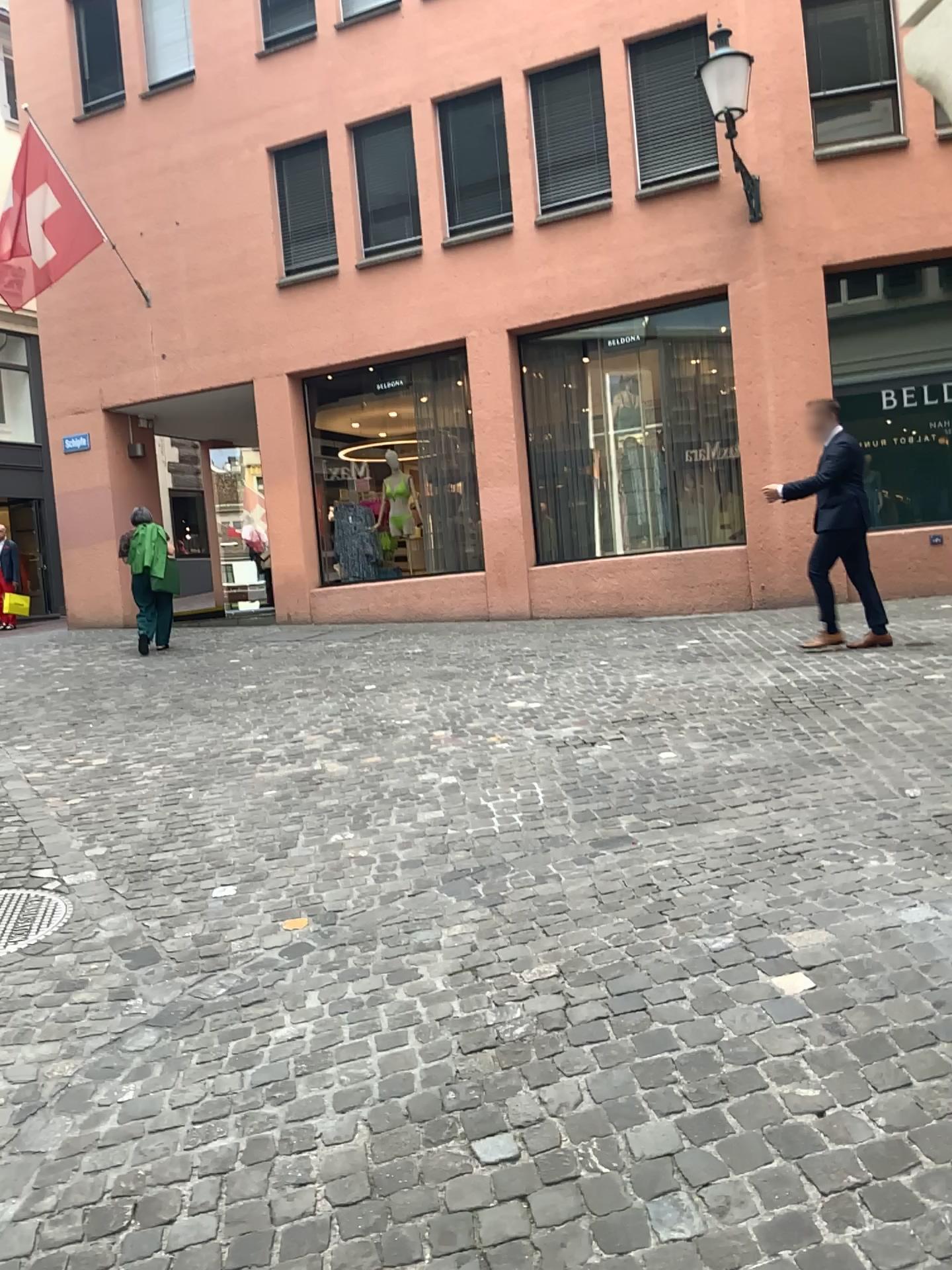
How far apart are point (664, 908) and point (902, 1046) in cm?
99

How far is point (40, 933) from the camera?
3.7m

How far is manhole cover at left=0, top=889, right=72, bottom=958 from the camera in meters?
3.7 m
